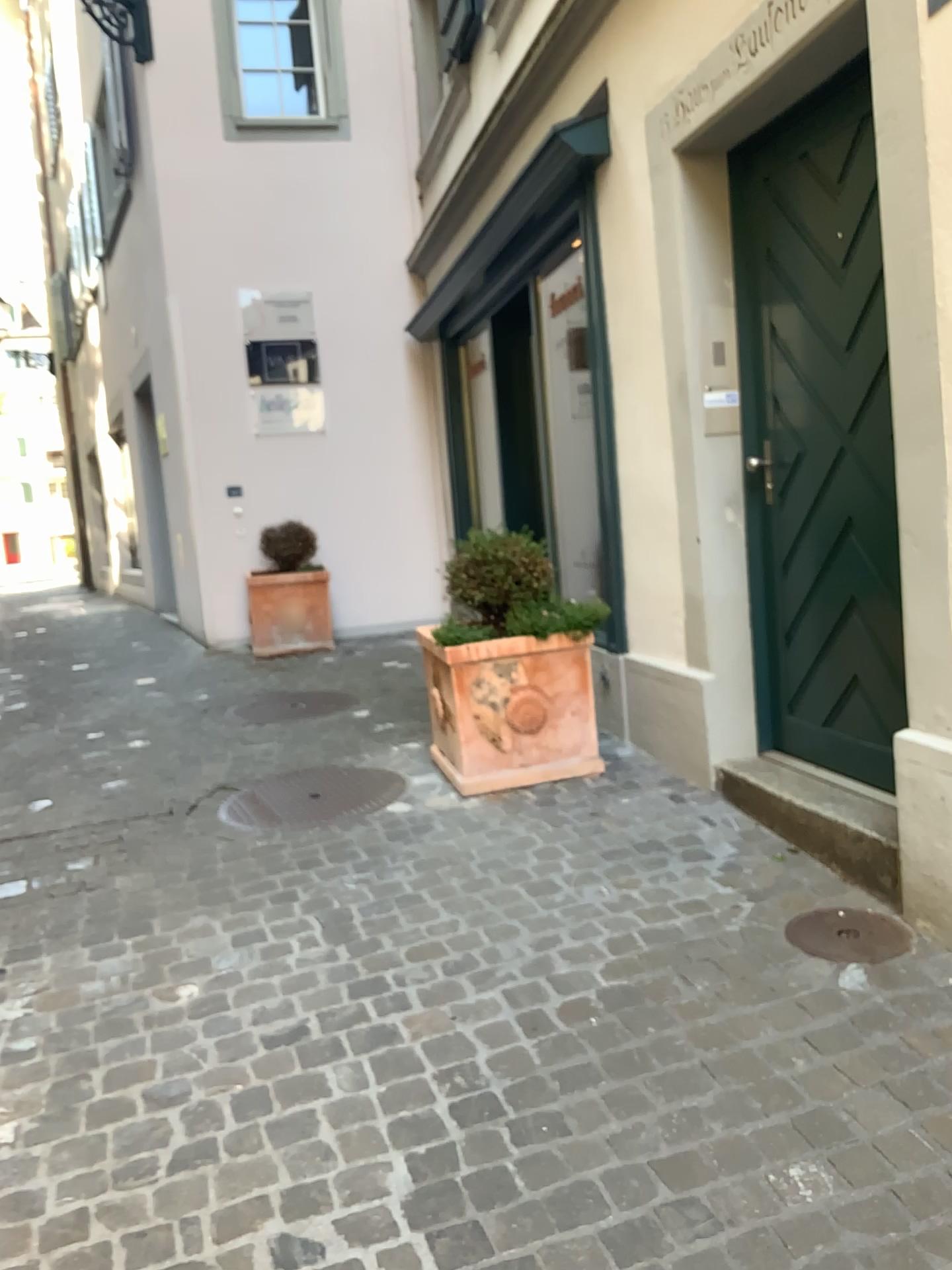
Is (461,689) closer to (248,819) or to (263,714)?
(248,819)

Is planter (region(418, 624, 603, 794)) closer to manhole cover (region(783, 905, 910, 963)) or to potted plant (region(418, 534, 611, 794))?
potted plant (region(418, 534, 611, 794))

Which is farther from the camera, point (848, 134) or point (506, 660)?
point (506, 660)

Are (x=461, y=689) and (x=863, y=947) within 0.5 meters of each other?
no

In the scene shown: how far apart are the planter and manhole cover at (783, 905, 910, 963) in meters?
1.4

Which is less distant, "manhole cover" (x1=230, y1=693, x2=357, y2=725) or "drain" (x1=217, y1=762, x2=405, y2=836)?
"drain" (x1=217, y1=762, x2=405, y2=836)

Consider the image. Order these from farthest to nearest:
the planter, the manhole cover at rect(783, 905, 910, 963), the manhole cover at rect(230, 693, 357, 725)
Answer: the manhole cover at rect(230, 693, 357, 725) → the planter → the manhole cover at rect(783, 905, 910, 963)

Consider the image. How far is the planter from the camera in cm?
384

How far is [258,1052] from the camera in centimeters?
233cm

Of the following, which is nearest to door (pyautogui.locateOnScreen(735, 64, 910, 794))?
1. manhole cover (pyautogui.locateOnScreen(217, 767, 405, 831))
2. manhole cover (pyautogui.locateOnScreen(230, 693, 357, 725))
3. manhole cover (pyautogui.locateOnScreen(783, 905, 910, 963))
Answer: manhole cover (pyautogui.locateOnScreen(783, 905, 910, 963))
